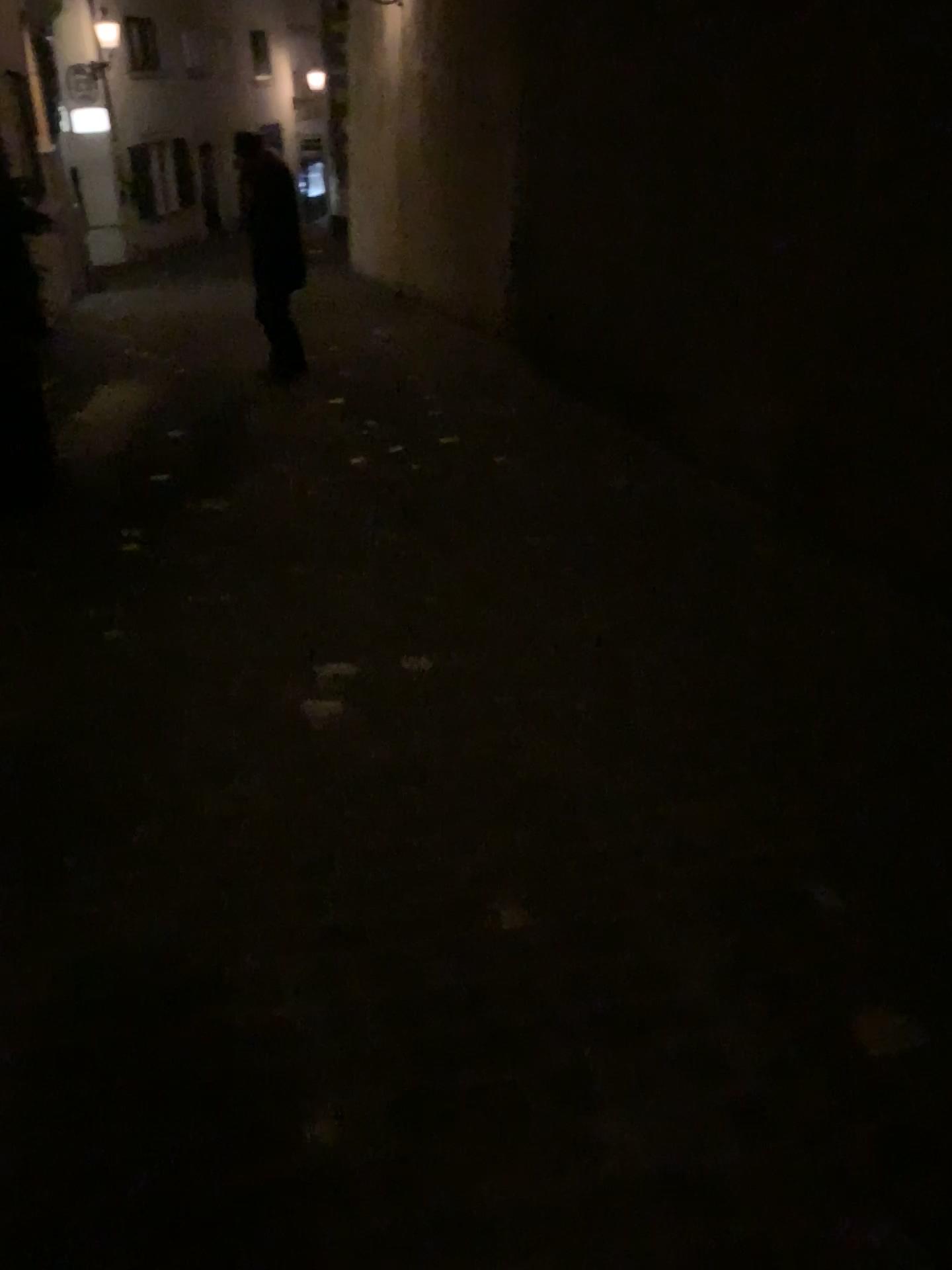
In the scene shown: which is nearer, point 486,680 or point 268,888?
point 268,888
